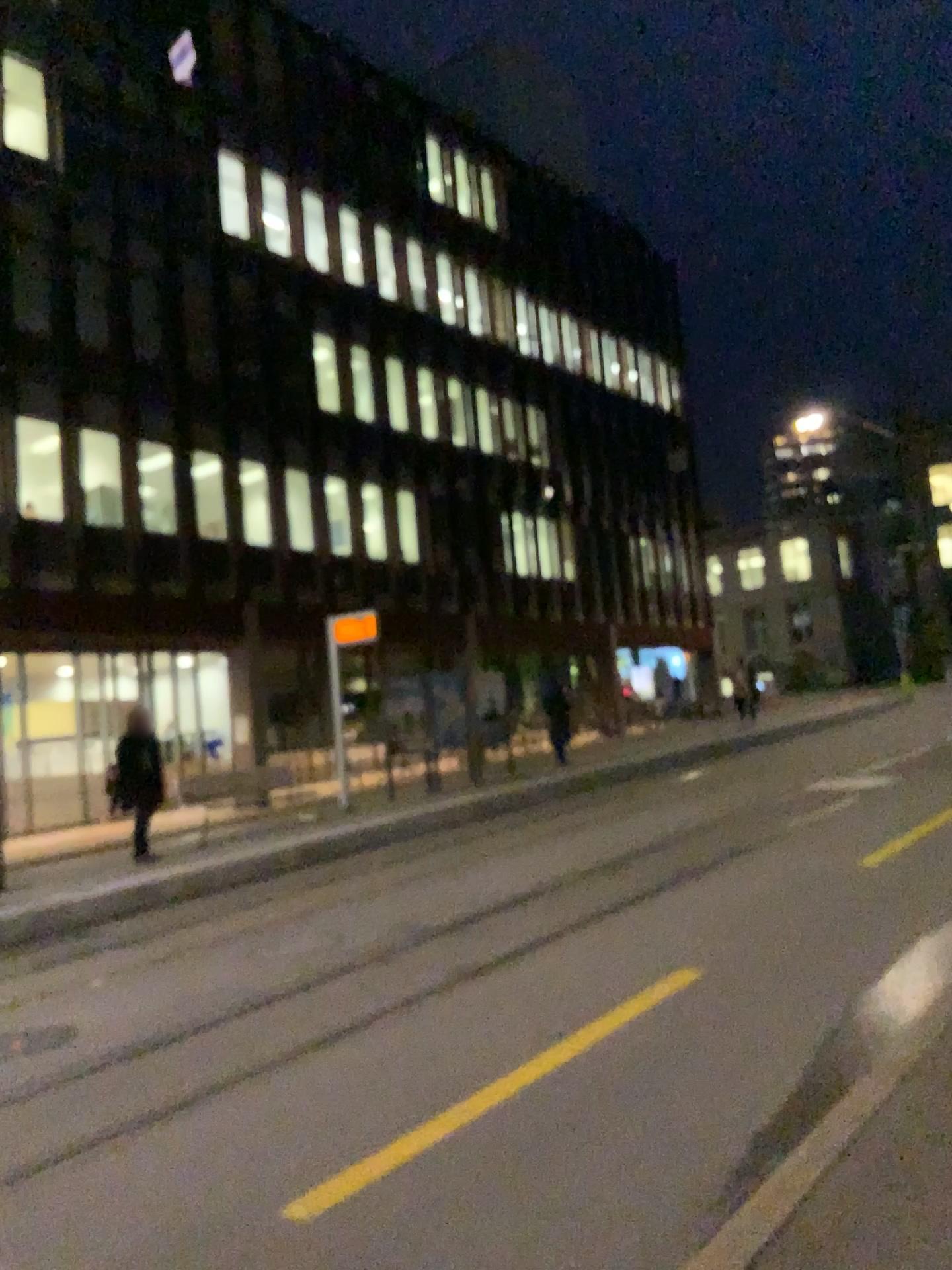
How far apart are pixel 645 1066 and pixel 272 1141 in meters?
1.6 m
